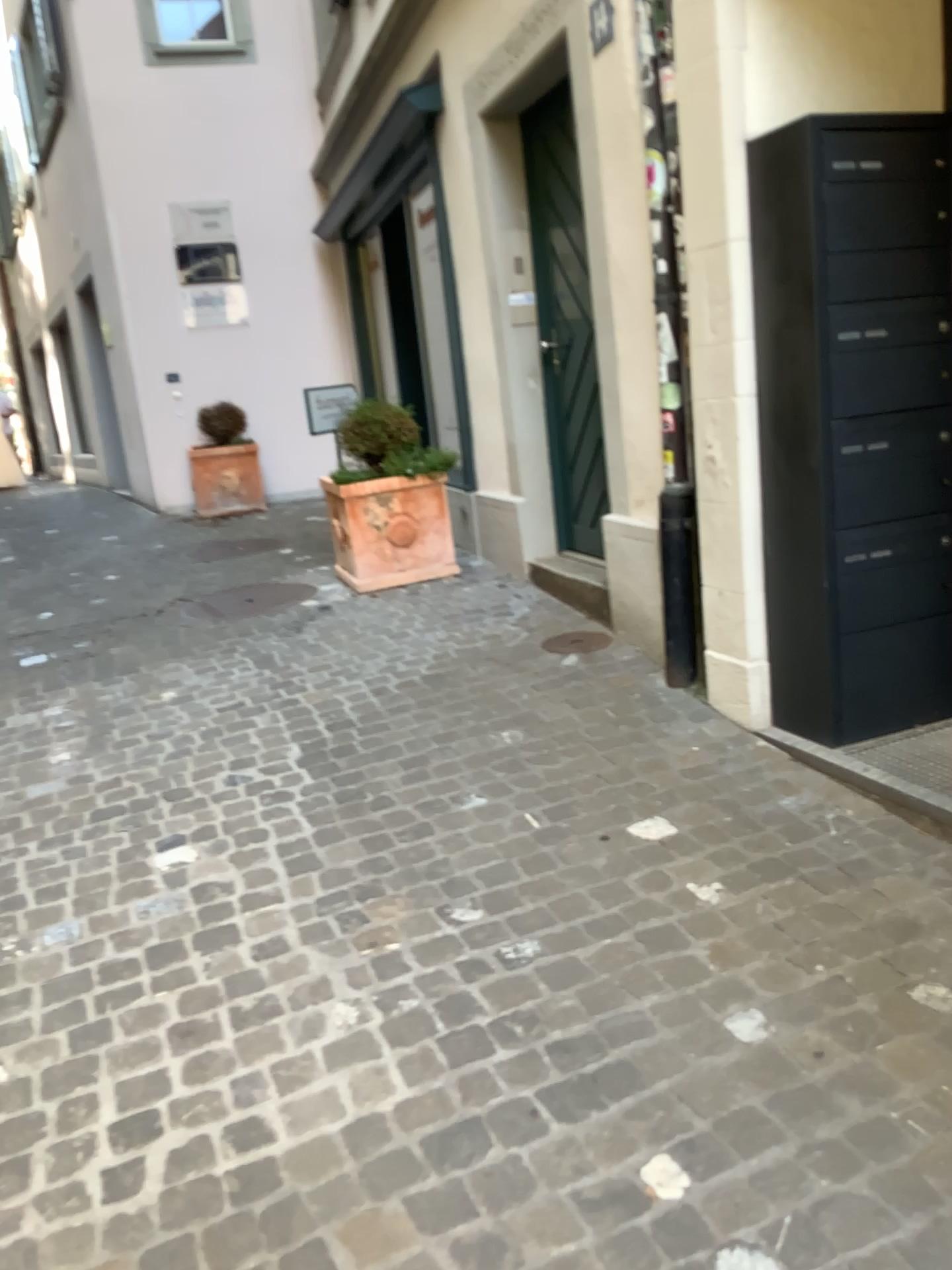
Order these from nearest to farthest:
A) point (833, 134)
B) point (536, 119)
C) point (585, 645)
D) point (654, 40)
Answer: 1. point (833, 134)
2. point (654, 40)
3. point (585, 645)
4. point (536, 119)

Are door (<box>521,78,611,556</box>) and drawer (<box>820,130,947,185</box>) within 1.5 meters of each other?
no

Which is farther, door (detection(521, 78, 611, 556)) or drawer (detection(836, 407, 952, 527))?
door (detection(521, 78, 611, 556))

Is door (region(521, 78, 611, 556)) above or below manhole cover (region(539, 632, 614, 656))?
above

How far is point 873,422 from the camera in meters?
2.9 m

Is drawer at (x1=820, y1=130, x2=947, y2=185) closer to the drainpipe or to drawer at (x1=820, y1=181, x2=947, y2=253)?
drawer at (x1=820, y1=181, x2=947, y2=253)

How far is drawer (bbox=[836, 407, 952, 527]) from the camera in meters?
2.9

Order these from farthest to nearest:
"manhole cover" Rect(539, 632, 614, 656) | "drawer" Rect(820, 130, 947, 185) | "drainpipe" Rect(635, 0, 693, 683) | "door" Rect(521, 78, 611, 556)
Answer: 1. "door" Rect(521, 78, 611, 556)
2. "manhole cover" Rect(539, 632, 614, 656)
3. "drainpipe" Rect(635, 0, 693, 683)
4. "drawer" Rect(820, 130, 947, 185)

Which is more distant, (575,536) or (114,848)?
(575,536)

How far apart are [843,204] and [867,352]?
0.39m
